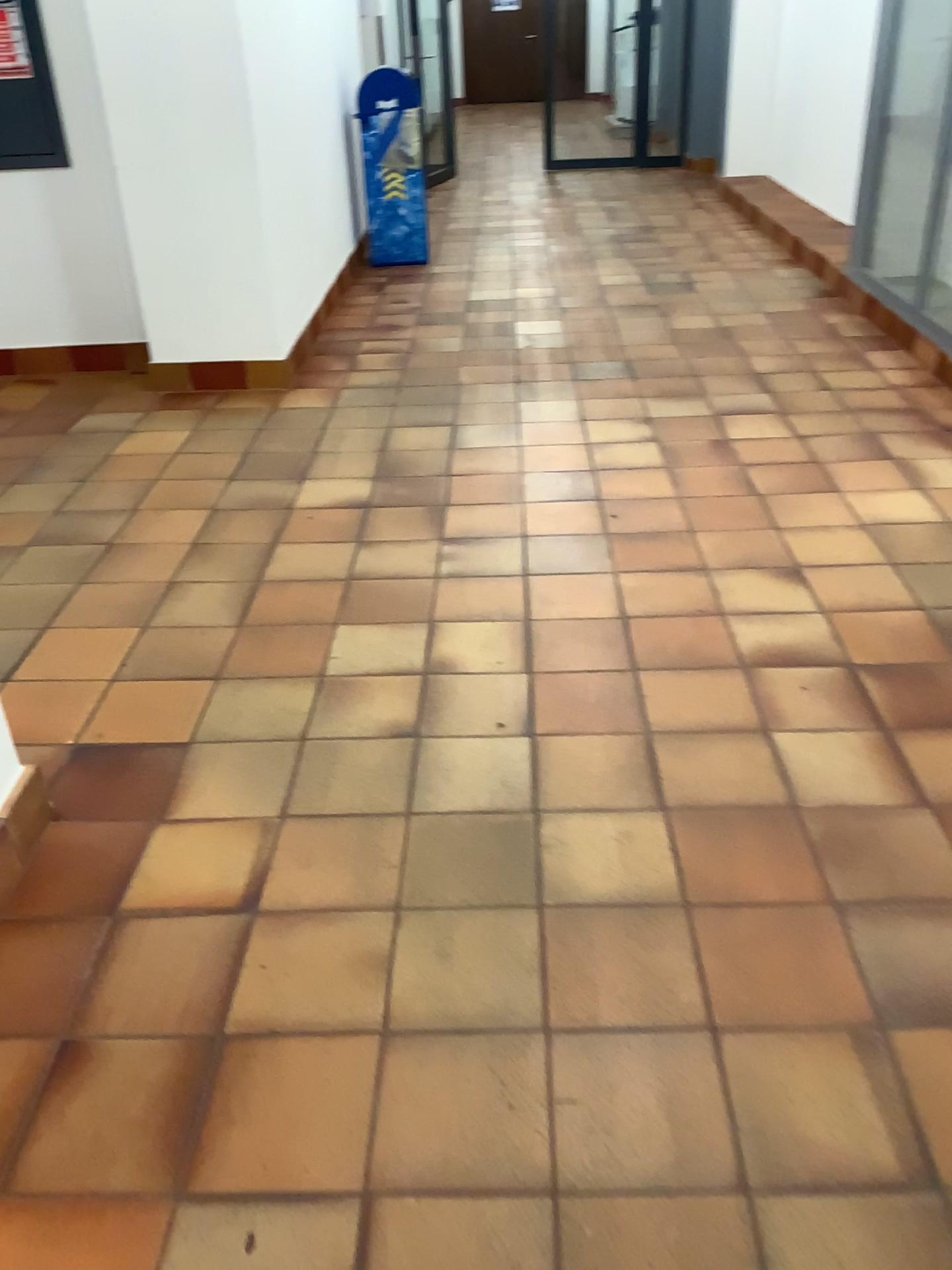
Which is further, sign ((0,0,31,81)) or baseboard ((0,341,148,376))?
baseboard ((0,341,148,376))

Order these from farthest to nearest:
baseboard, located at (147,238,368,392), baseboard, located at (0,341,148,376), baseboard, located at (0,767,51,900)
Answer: baseboard, located at (0,341,148,376)
baseboard, located at (147,238,368,392)
baseboard, located at (0,767,51,900)

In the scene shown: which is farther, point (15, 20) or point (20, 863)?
point (15, 20)

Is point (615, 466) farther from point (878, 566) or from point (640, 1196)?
point (640, 1196)

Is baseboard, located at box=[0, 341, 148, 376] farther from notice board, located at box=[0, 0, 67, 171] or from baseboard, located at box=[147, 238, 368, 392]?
notice board, located at box=[0, 0, 67, 171]

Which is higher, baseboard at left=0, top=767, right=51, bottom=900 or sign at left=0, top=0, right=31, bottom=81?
sign at left=0, top=0, right=31, bottom=81

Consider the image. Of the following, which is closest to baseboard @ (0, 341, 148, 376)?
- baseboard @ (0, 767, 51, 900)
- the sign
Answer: the sign

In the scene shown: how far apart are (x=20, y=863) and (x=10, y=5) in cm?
380

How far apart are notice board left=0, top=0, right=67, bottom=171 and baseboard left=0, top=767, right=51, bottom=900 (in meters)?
3.25

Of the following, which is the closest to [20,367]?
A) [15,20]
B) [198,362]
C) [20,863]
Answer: [198,362]
